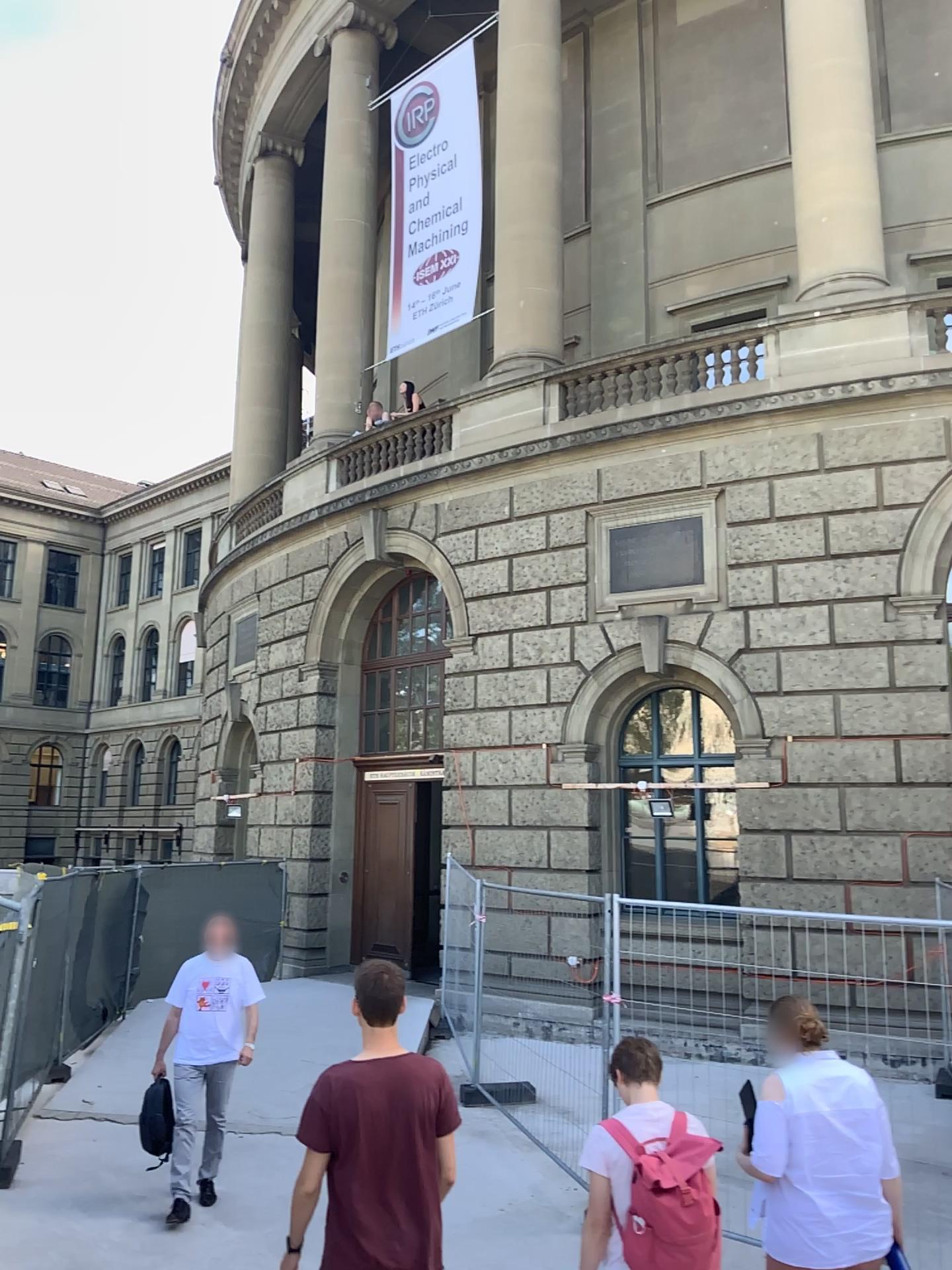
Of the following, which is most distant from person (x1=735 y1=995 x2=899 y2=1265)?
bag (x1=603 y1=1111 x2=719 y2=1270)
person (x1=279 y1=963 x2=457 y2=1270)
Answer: person (x1=279 y1=963 x2=457 y2=1270)

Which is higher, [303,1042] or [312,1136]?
[312,1136]

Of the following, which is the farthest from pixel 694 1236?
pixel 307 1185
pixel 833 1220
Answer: pixel 307 1185

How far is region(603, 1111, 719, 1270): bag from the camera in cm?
327

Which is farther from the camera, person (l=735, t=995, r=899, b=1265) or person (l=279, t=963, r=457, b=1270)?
person (l=735, t=995, r=899, b=1265)

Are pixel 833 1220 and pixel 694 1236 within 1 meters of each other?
yes

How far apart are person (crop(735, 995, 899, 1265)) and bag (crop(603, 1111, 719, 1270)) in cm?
45

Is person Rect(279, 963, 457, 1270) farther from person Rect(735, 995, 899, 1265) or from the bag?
person Rect(735, 995, 899, 1265)

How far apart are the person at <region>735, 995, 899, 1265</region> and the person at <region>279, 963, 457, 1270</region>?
1.2m

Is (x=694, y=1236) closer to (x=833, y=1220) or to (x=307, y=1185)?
(x=833, y=1220)
